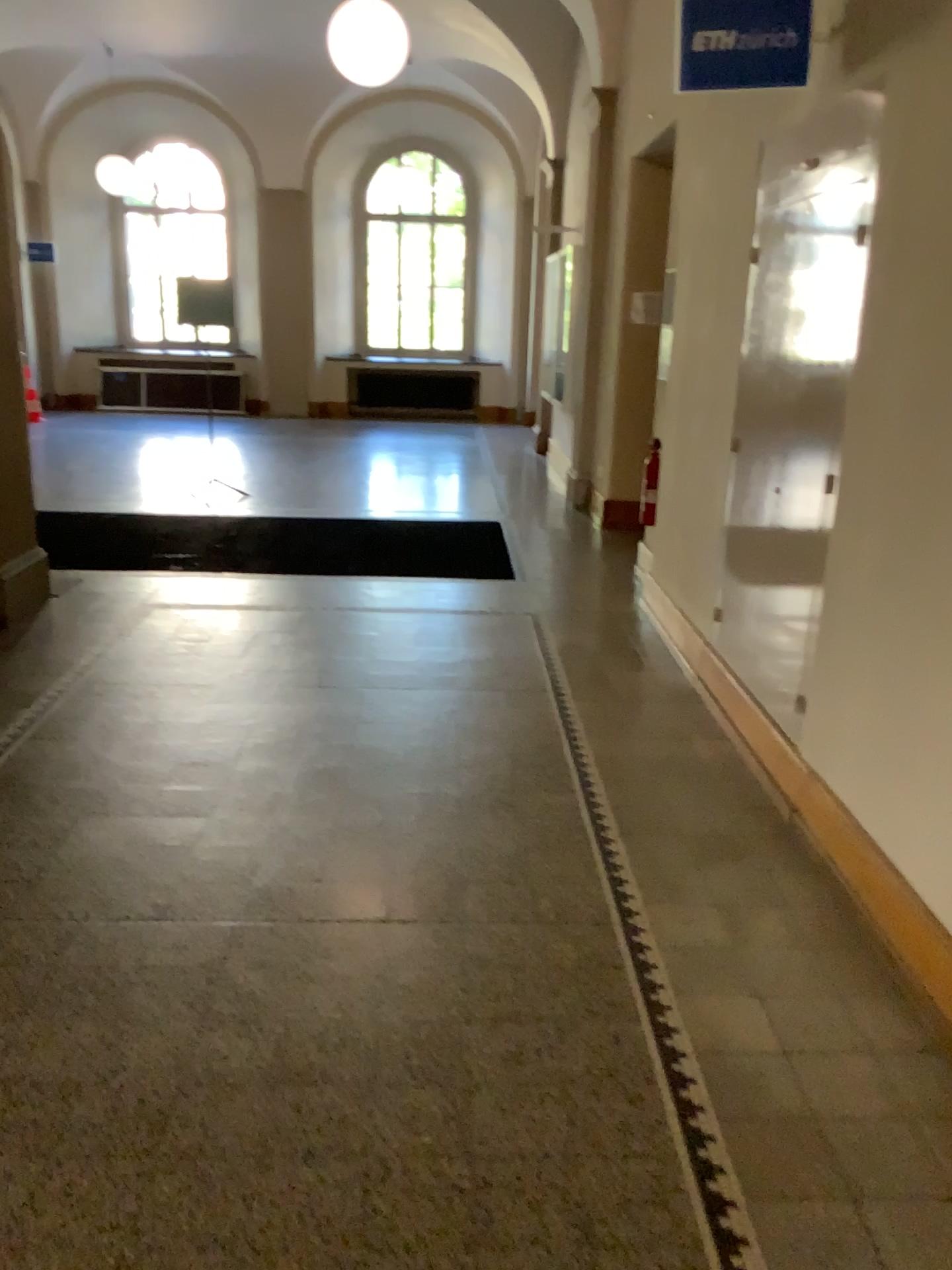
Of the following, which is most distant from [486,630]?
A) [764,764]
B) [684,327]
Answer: [764,764]

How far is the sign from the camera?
3.2 meters

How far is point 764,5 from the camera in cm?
320
